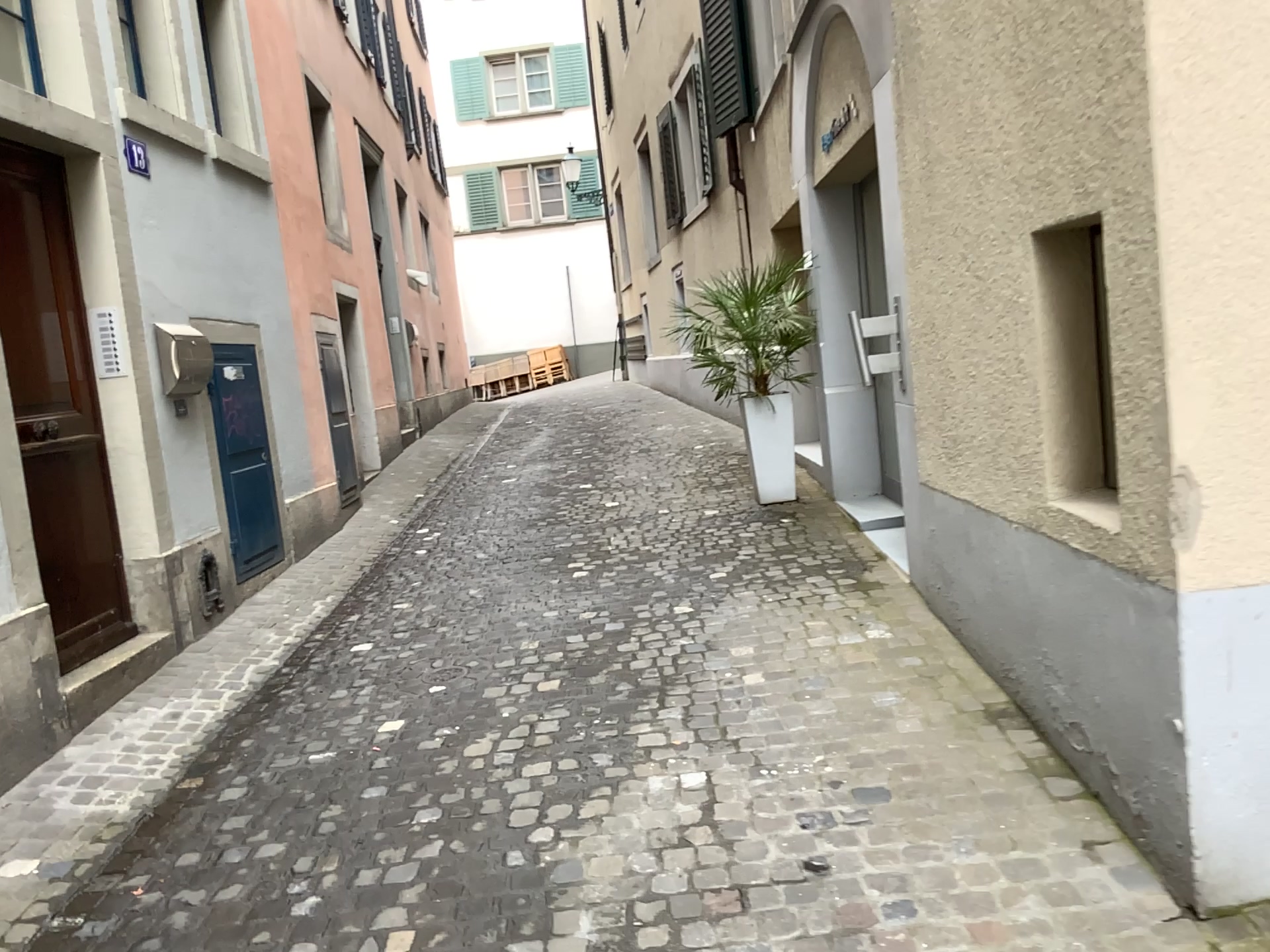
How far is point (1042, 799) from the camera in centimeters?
282cm
